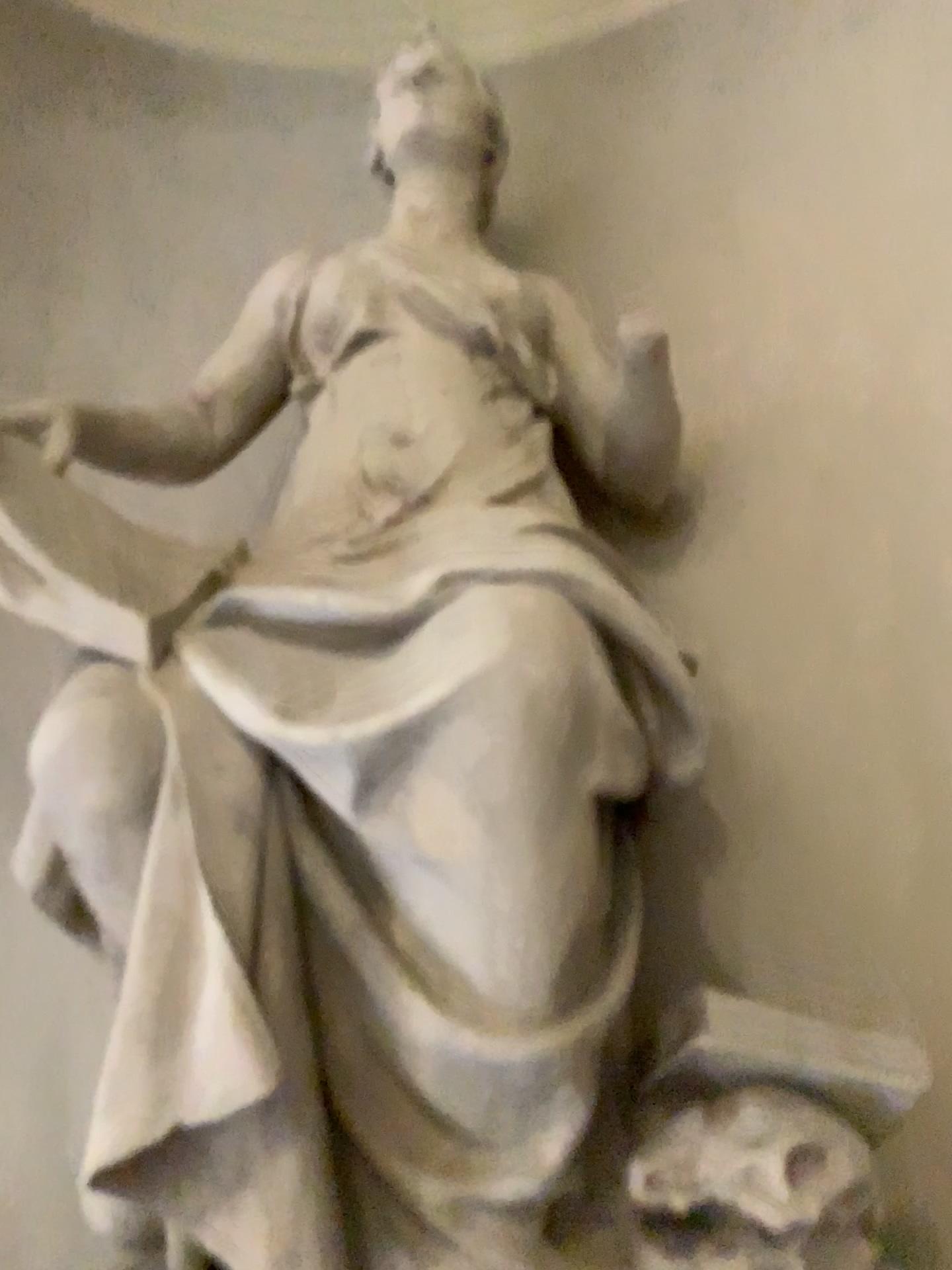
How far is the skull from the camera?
1.5m

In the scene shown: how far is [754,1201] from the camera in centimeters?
146cm

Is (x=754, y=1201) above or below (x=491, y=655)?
below

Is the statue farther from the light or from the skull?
the light

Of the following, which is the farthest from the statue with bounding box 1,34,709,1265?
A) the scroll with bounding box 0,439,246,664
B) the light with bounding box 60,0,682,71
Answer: the light with bounding box 60,0,682,71

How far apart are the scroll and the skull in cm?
105

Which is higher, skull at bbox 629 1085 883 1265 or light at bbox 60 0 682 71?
light at bbox 60 0 682 71

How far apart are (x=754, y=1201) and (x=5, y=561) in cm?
144

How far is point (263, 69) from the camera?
3.6m

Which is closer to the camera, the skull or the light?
the skull
